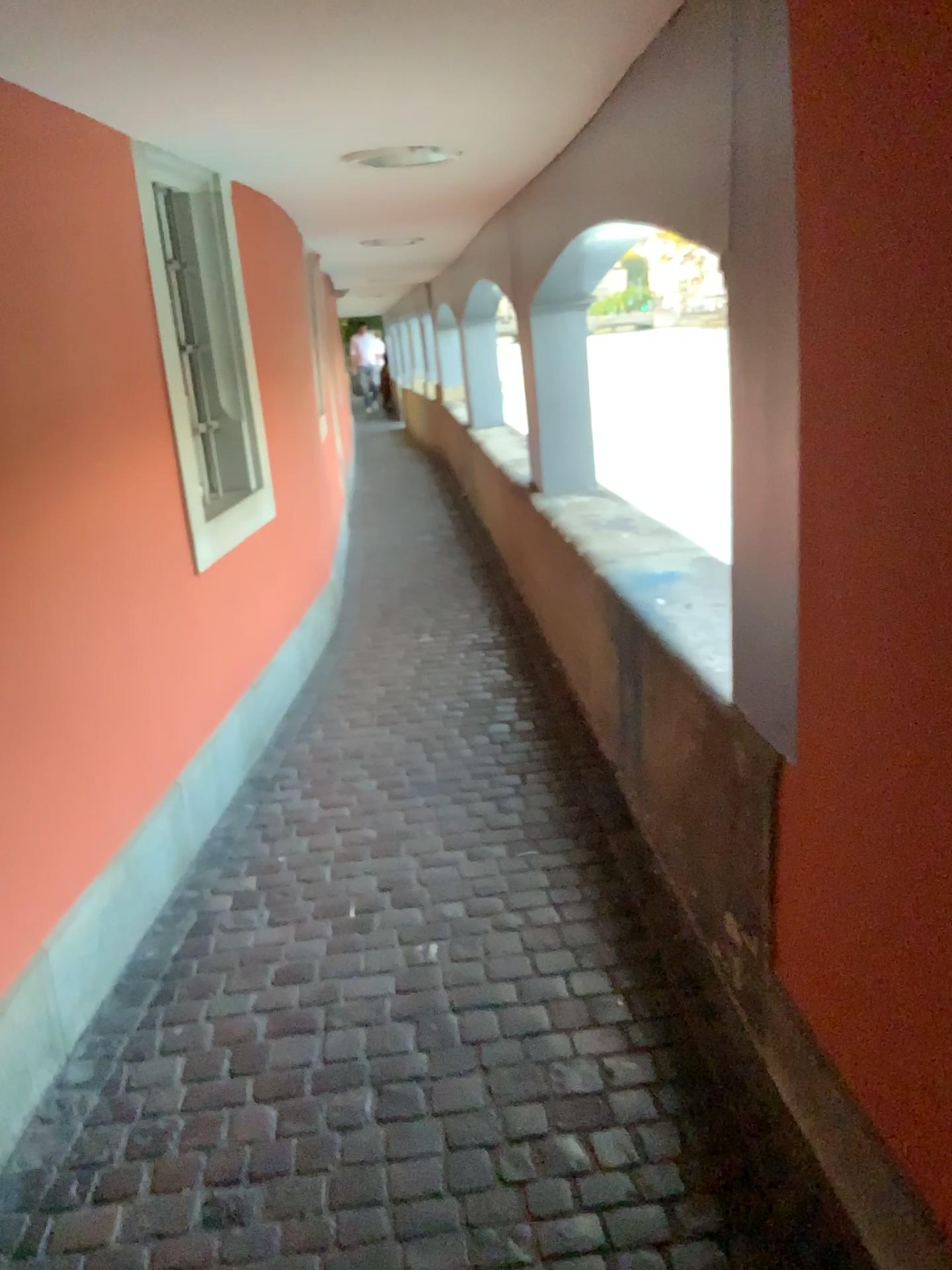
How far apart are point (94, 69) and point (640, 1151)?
2.4m

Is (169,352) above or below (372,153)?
below
